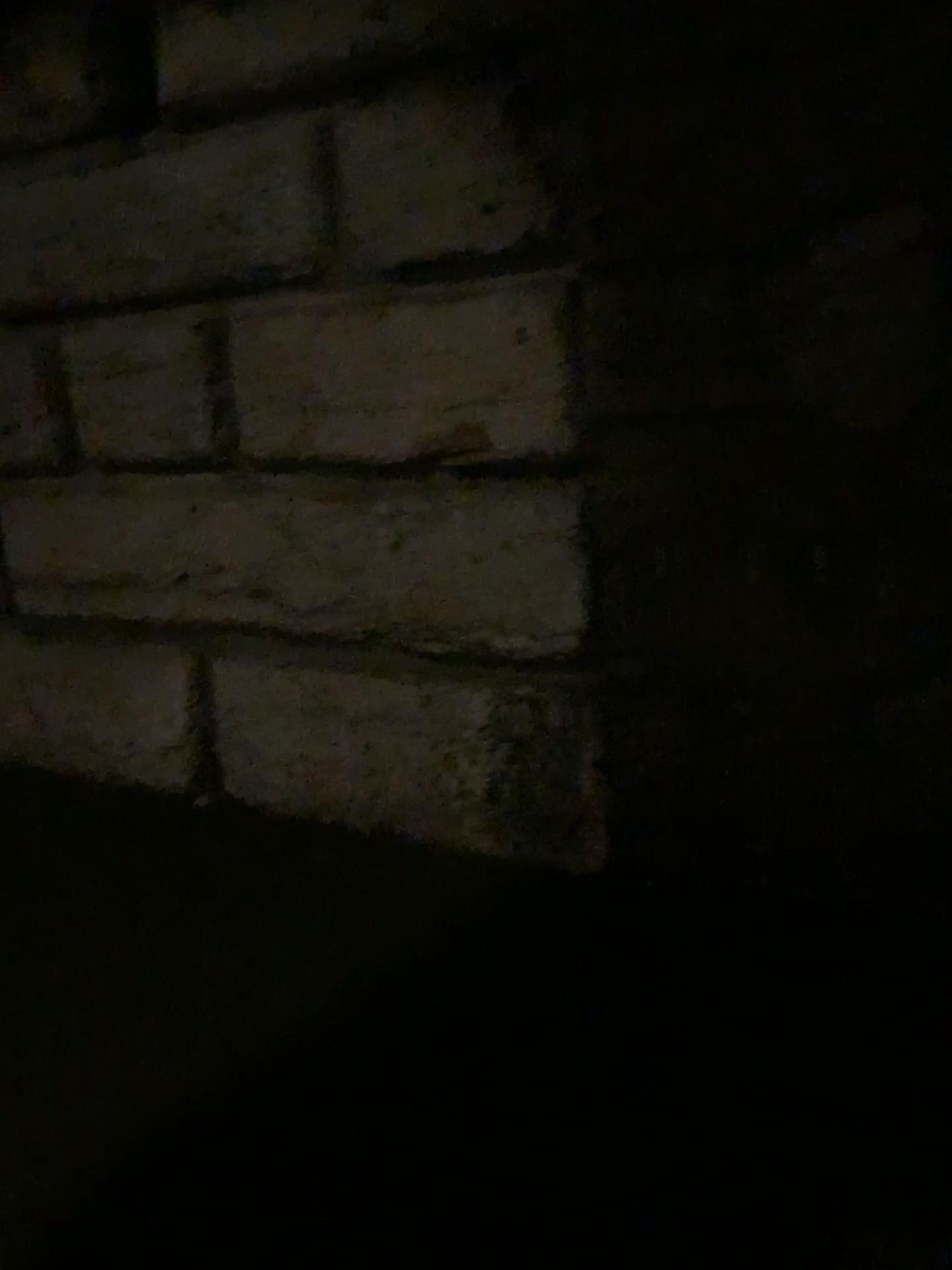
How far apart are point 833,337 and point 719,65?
0.54m
